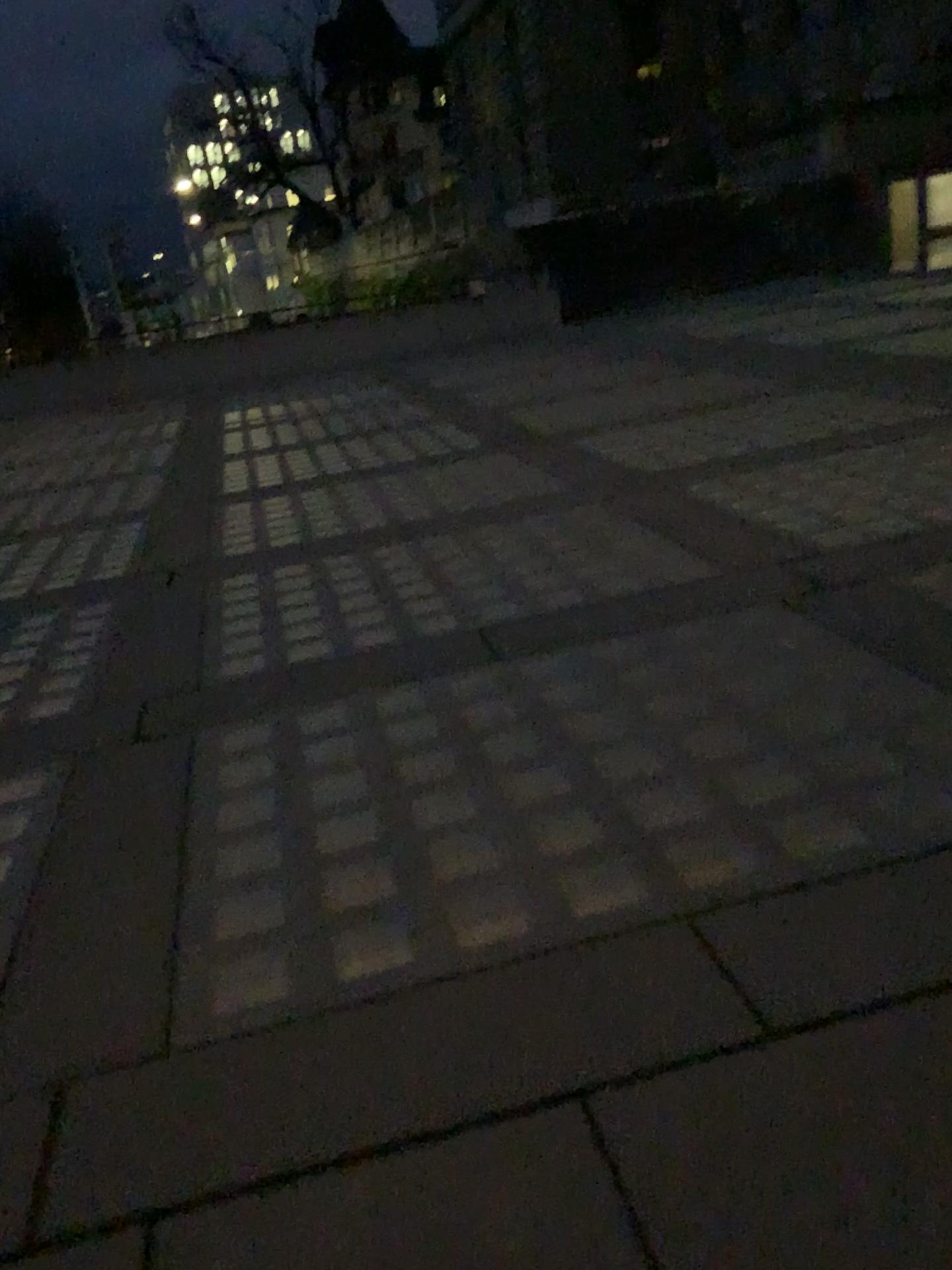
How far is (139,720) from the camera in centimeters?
388cm
